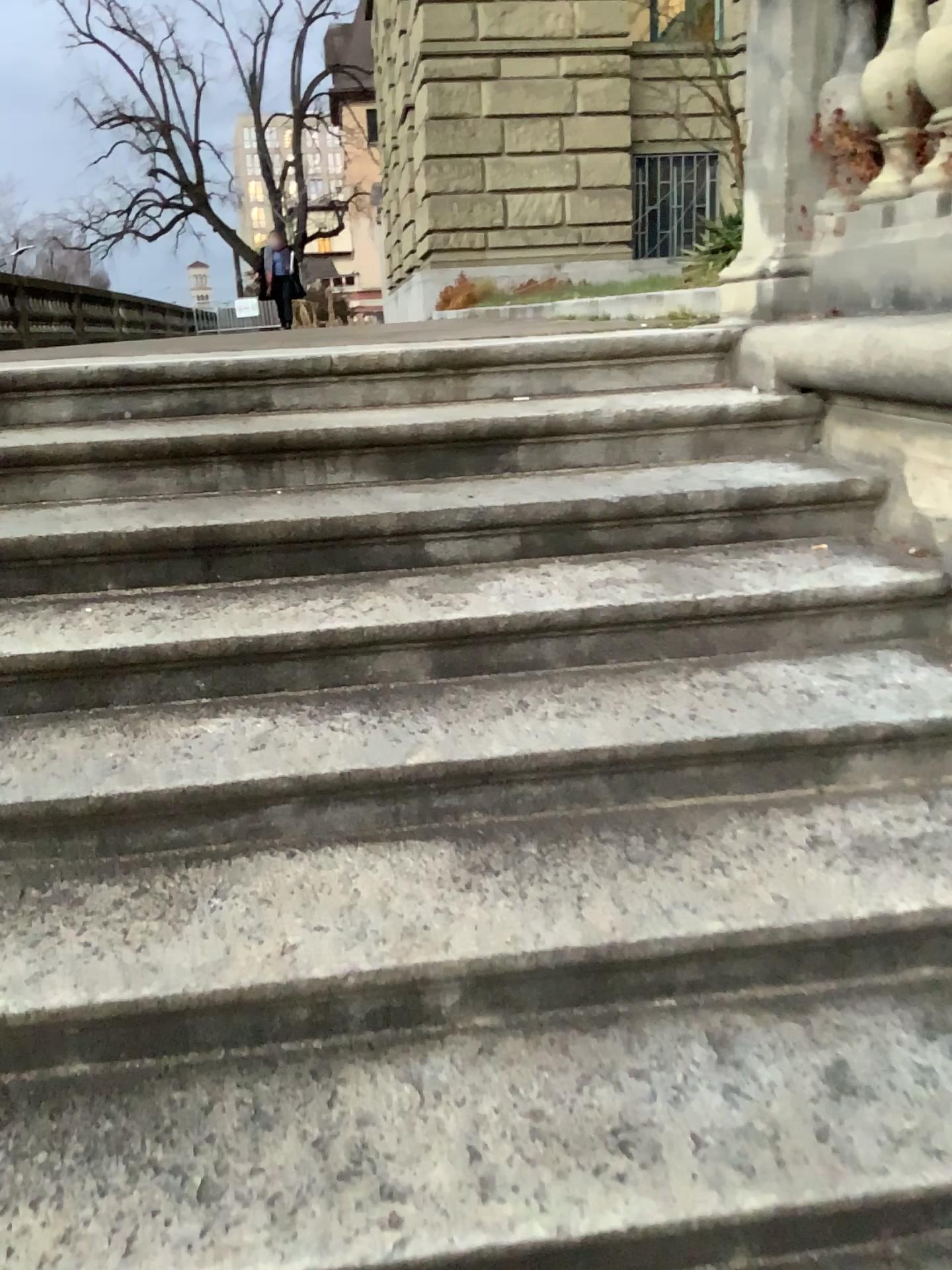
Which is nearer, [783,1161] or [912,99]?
[783,1161]

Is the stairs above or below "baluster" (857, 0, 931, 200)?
below

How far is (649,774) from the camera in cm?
177

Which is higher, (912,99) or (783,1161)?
(912,99)

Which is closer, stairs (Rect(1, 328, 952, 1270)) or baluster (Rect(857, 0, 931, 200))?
stairs (Rect(1, 328, 952, 1270))
